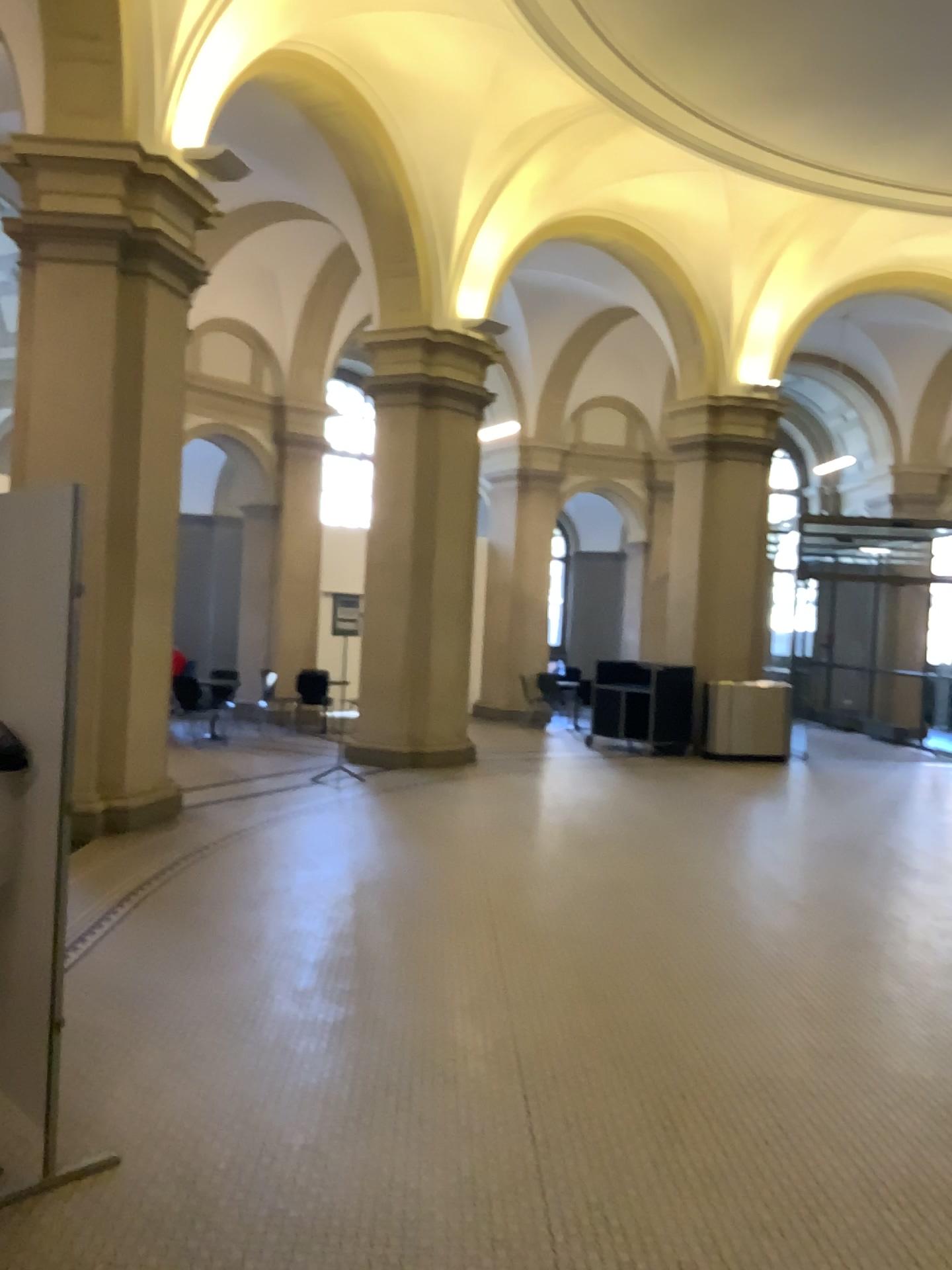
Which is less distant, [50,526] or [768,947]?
[50,526]
